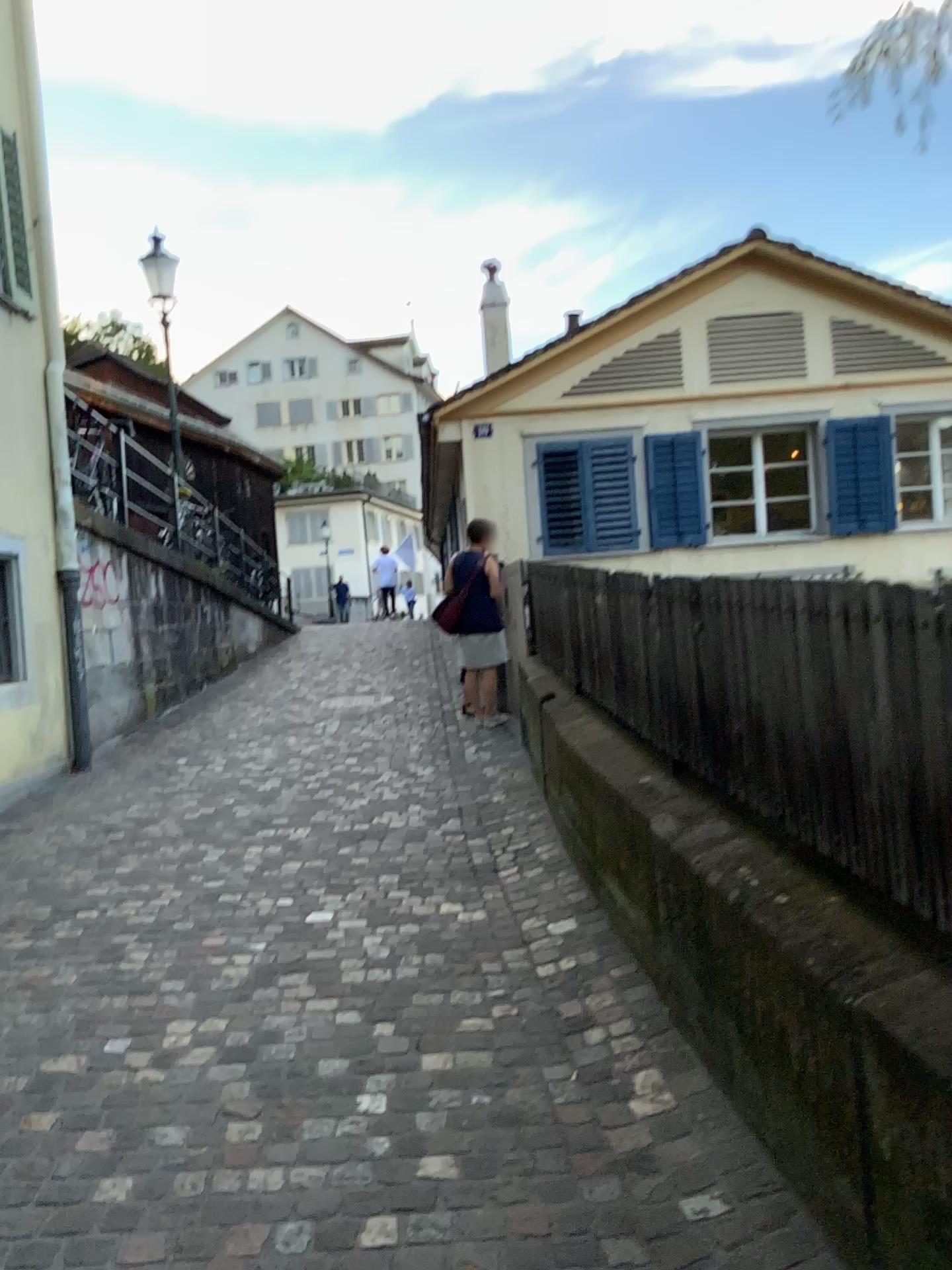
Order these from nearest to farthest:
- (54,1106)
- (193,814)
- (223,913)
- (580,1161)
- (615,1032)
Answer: (580,1161) < (54,1106) < (615,1032) < (223,913) < (193,814)
